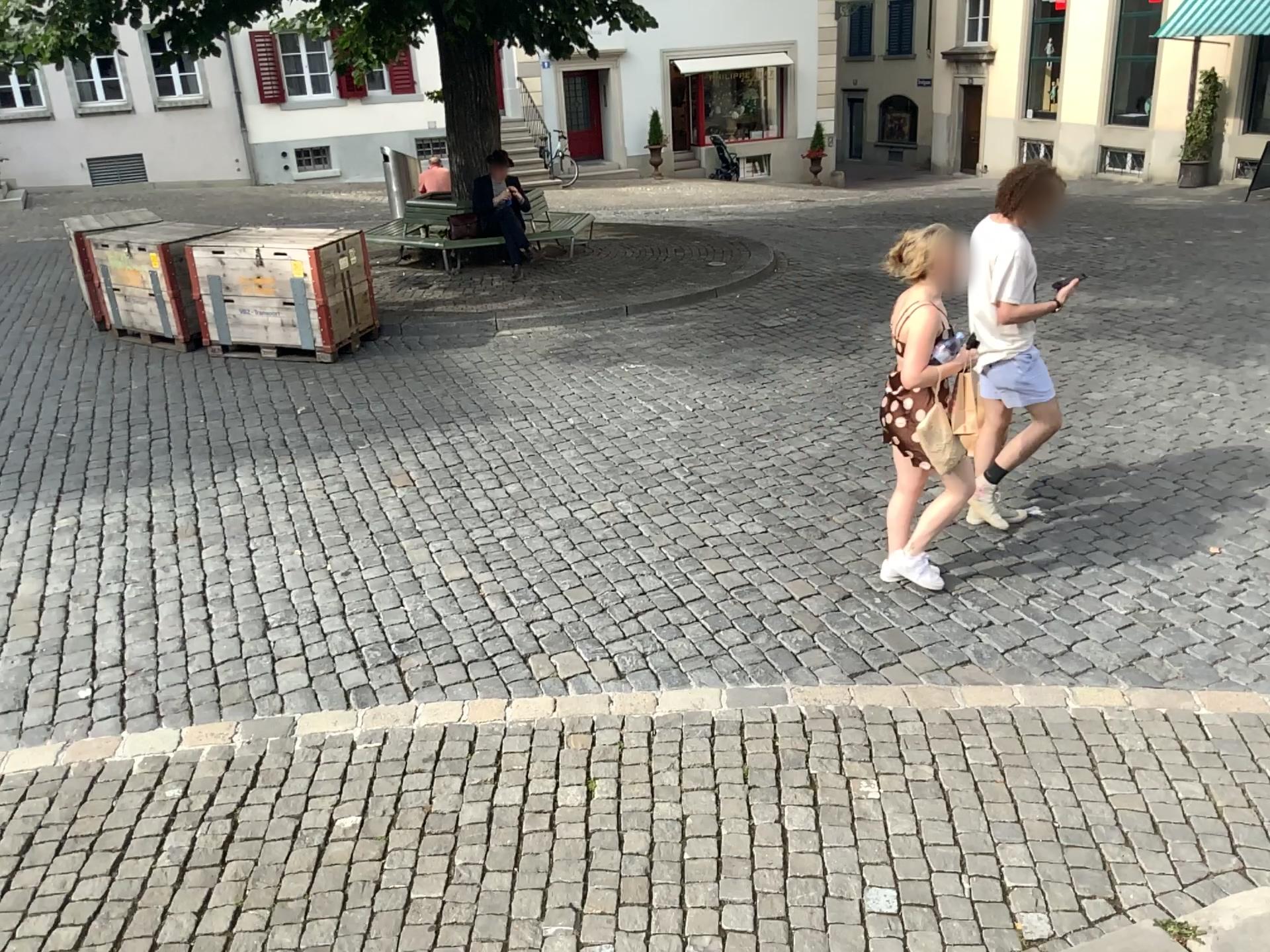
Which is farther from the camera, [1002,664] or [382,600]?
[382,600]
